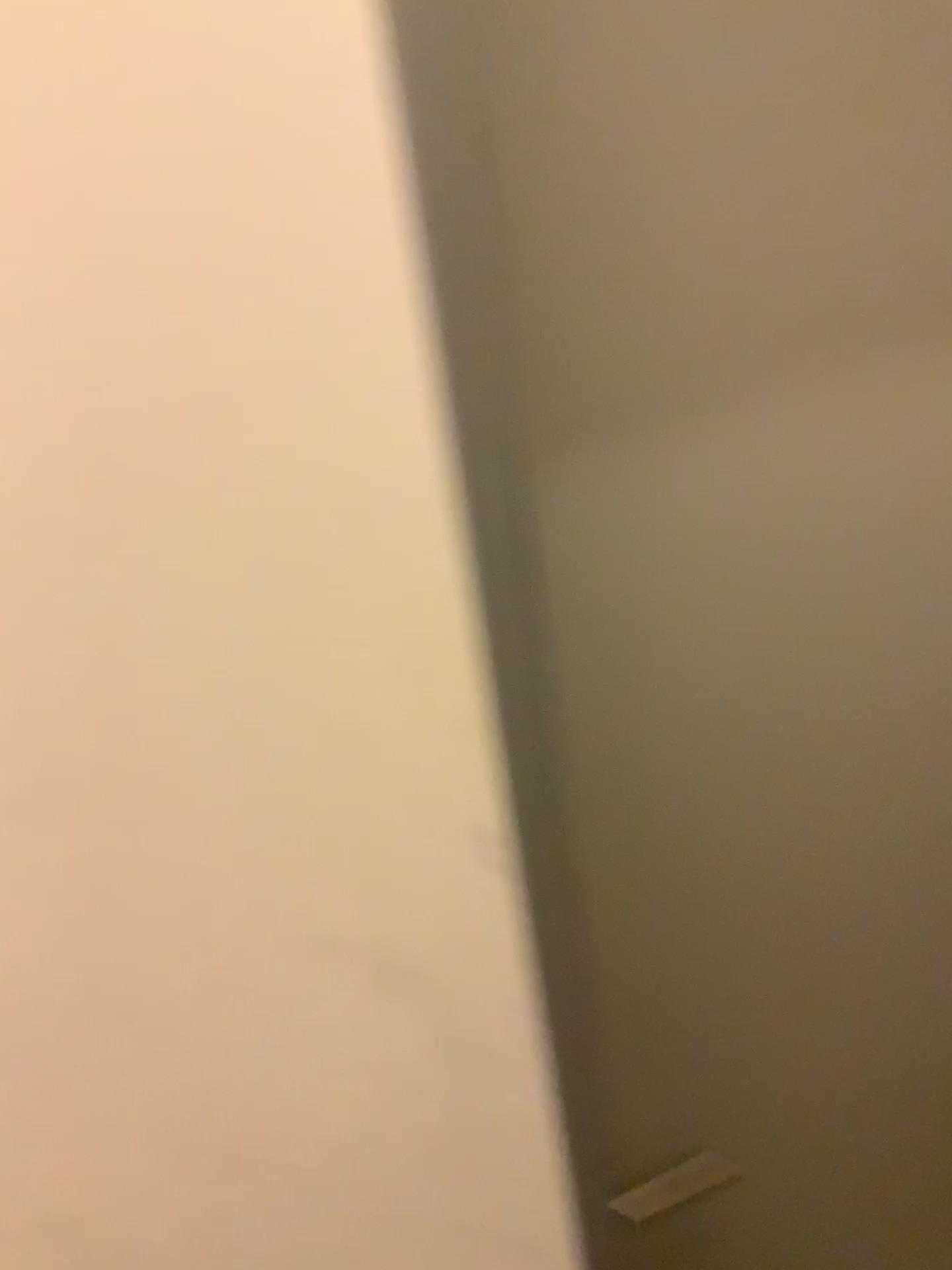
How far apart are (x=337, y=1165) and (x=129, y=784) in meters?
0.3 m
